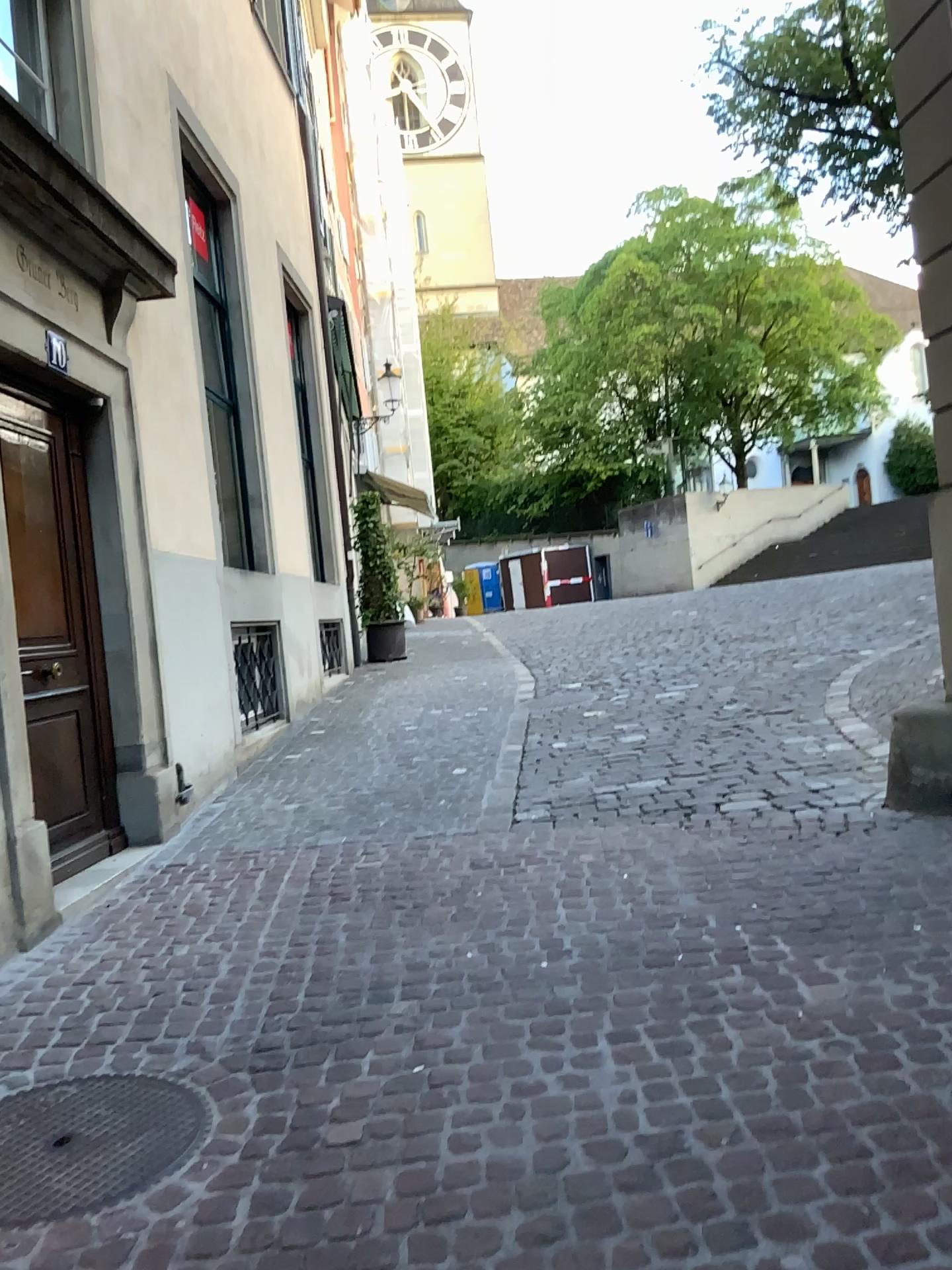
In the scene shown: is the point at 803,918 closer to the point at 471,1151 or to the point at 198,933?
the point at 471,1151
